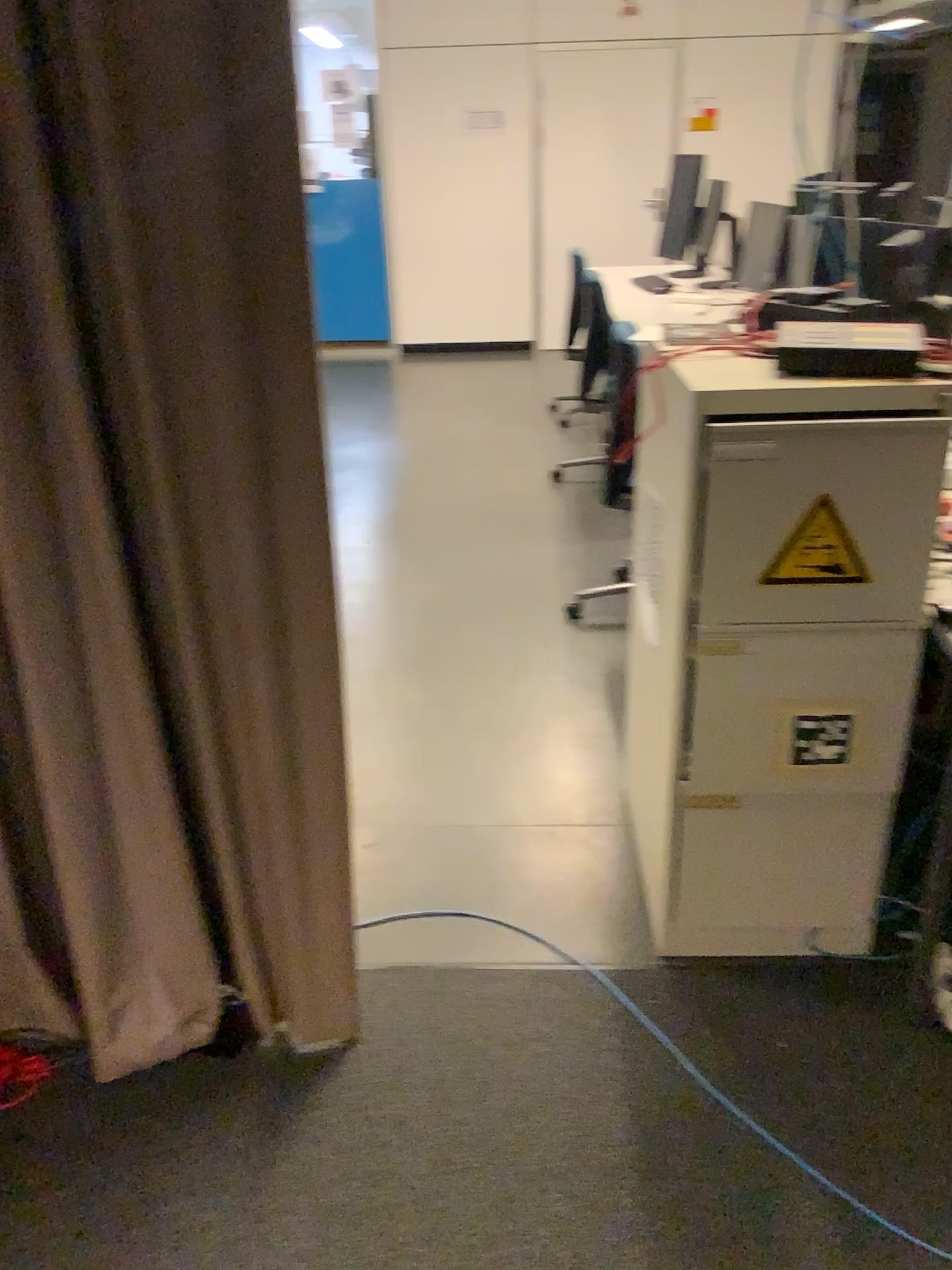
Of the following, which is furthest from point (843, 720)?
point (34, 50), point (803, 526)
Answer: point (34, 50)

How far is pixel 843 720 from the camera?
1.8m

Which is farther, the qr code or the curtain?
the qr code

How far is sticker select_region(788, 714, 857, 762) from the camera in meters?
1.8 m

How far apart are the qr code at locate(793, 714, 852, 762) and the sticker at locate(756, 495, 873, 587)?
0.3 meters

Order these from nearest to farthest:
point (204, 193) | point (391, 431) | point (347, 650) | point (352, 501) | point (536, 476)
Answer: point (204, 193)
point (347, 650)
point (352, 501)
point (536, 476)
point (391, 431)

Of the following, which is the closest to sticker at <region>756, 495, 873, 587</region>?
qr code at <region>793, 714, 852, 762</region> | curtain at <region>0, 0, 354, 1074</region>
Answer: qr code at <region>793, 714, 852, 762</region>

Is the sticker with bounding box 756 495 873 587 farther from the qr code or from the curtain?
the curtain

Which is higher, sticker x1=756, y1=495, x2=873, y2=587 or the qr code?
sticker x1=756, y1=495, x2=873, y2=587

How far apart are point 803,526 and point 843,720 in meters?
0.4 m
